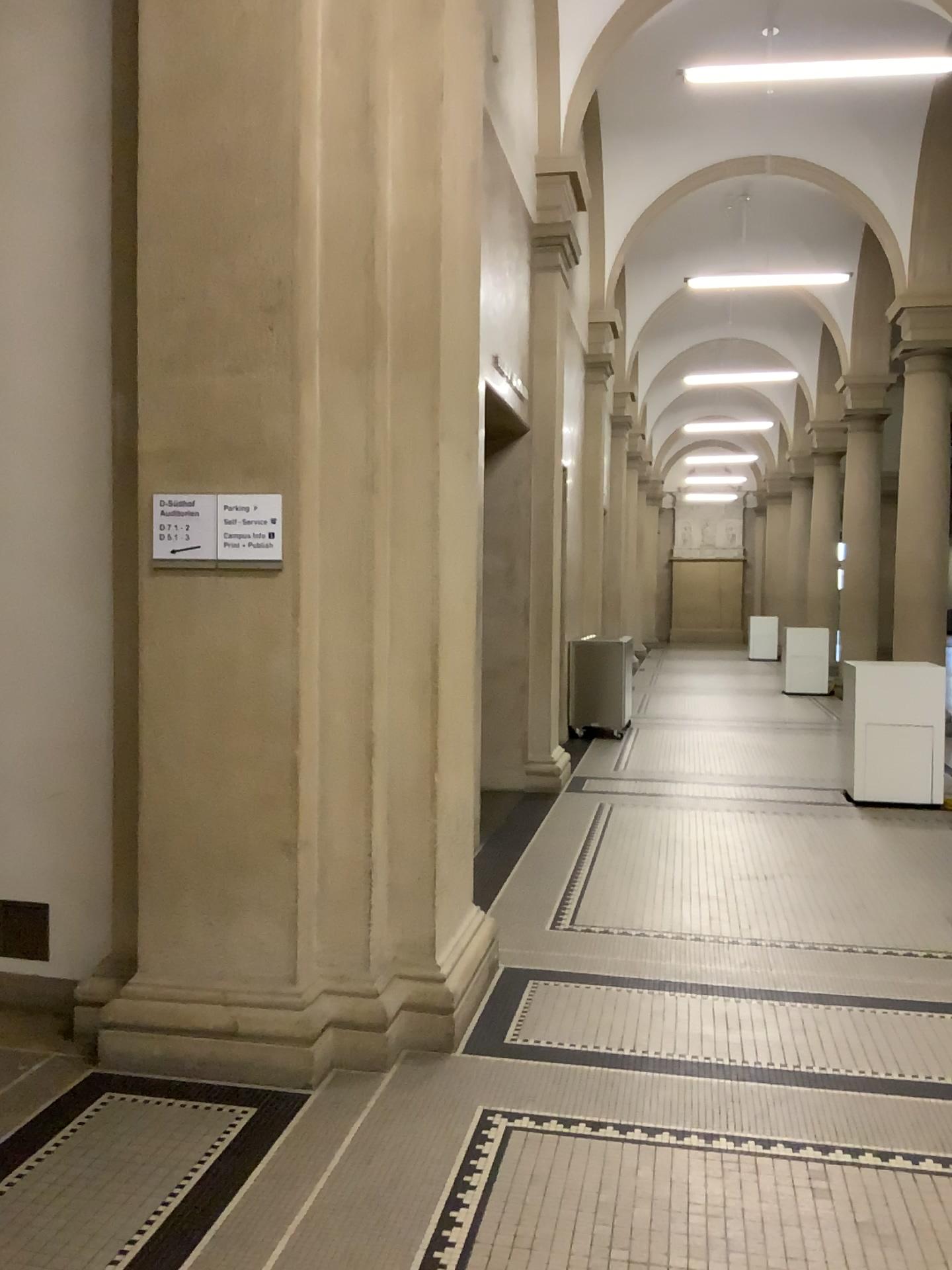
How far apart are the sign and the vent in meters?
1.5

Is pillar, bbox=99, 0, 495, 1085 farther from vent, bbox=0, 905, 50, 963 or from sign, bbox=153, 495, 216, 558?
vent, bbox=0, 905, 50, 963

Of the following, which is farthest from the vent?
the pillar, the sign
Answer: the sign

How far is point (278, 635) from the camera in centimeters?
330cm

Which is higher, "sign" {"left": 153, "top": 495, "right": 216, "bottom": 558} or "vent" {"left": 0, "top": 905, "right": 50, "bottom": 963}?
"sign" {"left": 153, "top": 495, "right": 216, "bottom": 558}

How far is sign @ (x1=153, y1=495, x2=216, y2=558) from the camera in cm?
332

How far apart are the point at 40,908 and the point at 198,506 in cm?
163

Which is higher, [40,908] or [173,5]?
[173,5]

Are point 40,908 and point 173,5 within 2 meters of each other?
no

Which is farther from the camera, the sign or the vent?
the vent
